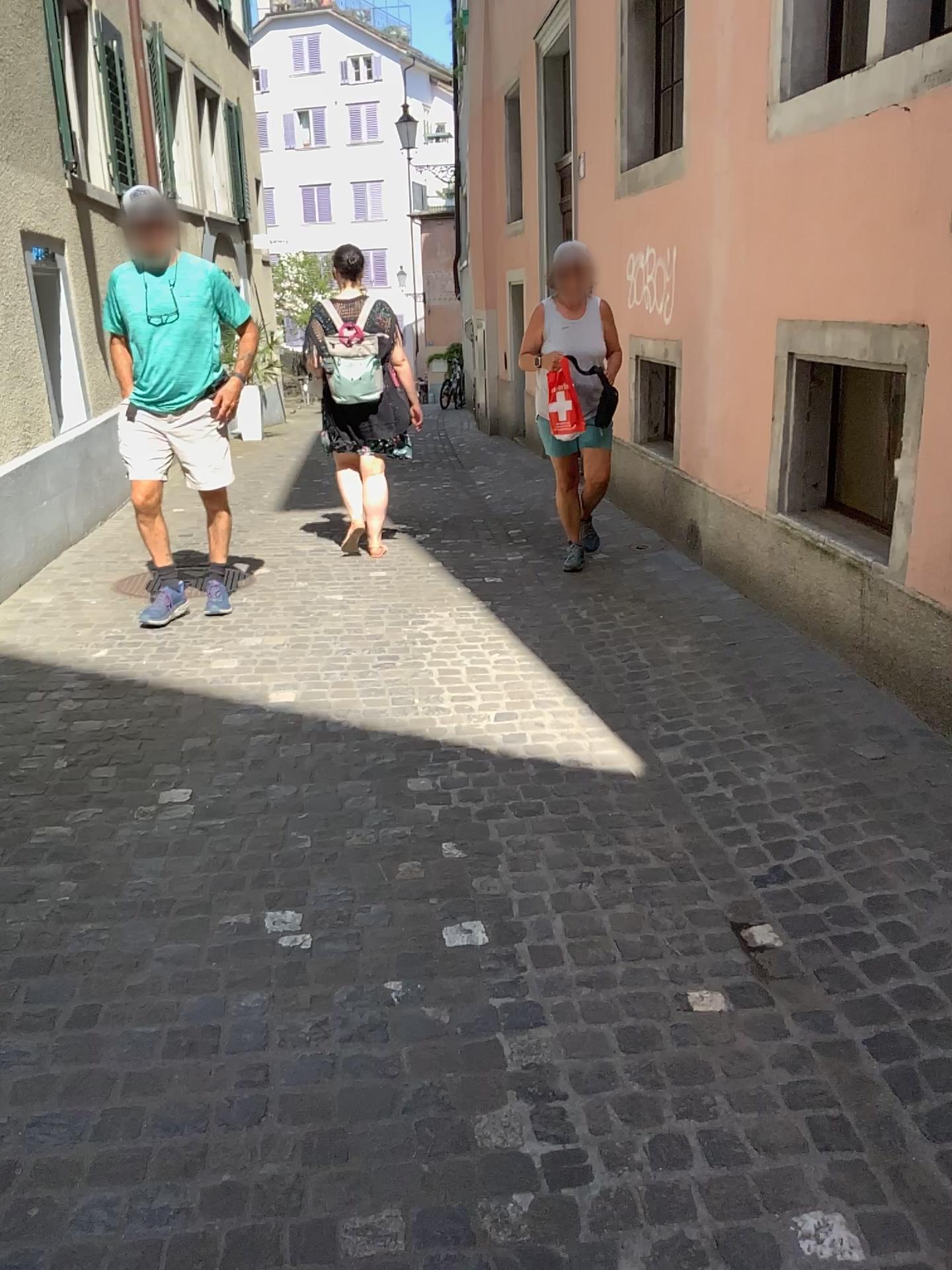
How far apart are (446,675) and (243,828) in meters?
1.3
